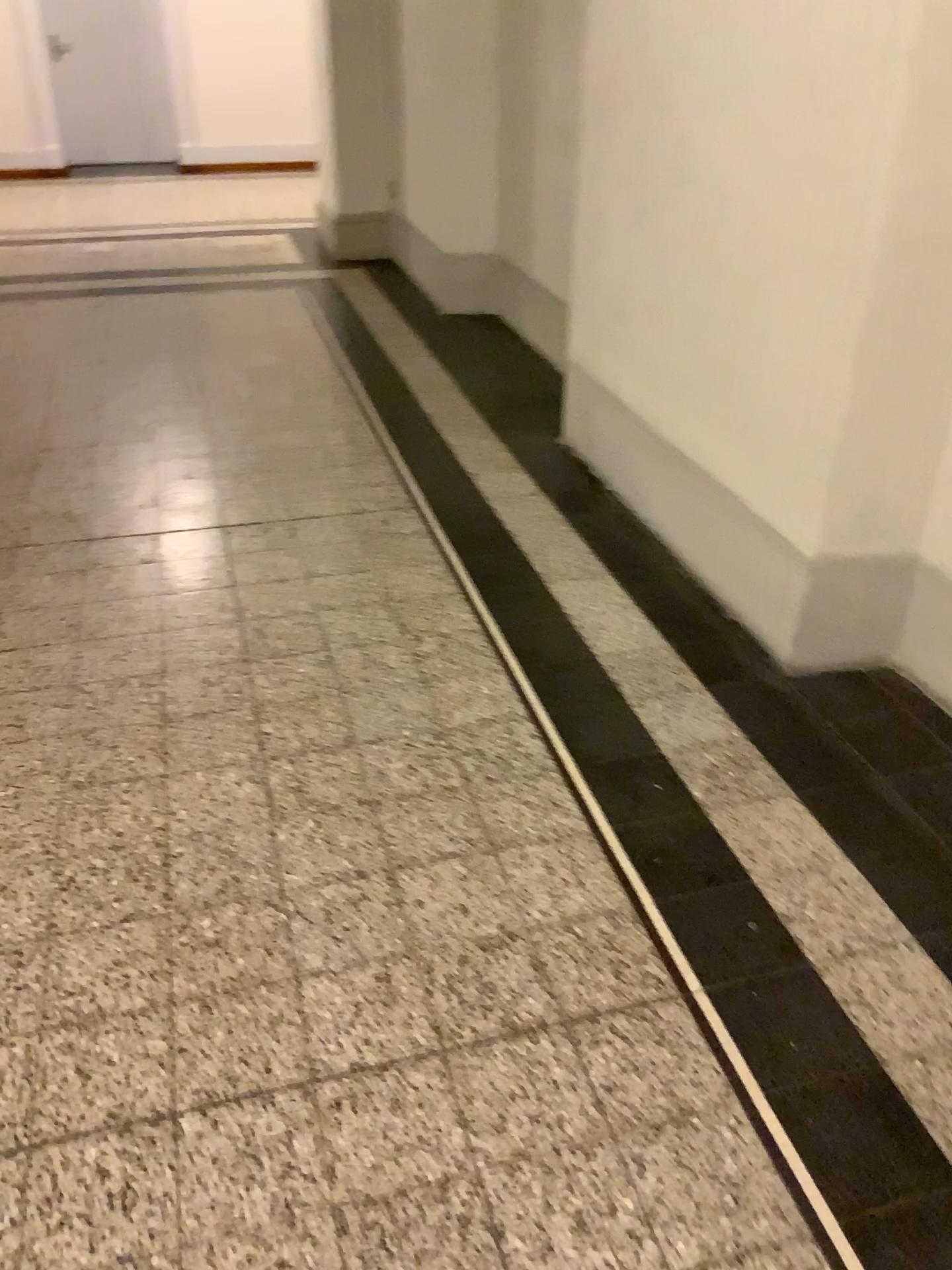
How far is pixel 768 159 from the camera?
2.4 meters

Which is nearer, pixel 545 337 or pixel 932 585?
pixel 932 585

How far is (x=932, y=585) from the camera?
2.35m

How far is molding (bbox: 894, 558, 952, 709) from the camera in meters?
2.3

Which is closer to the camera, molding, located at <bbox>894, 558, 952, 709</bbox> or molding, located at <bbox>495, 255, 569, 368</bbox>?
molding, located at <bbox>894, 558, 952, 709</bbox>
